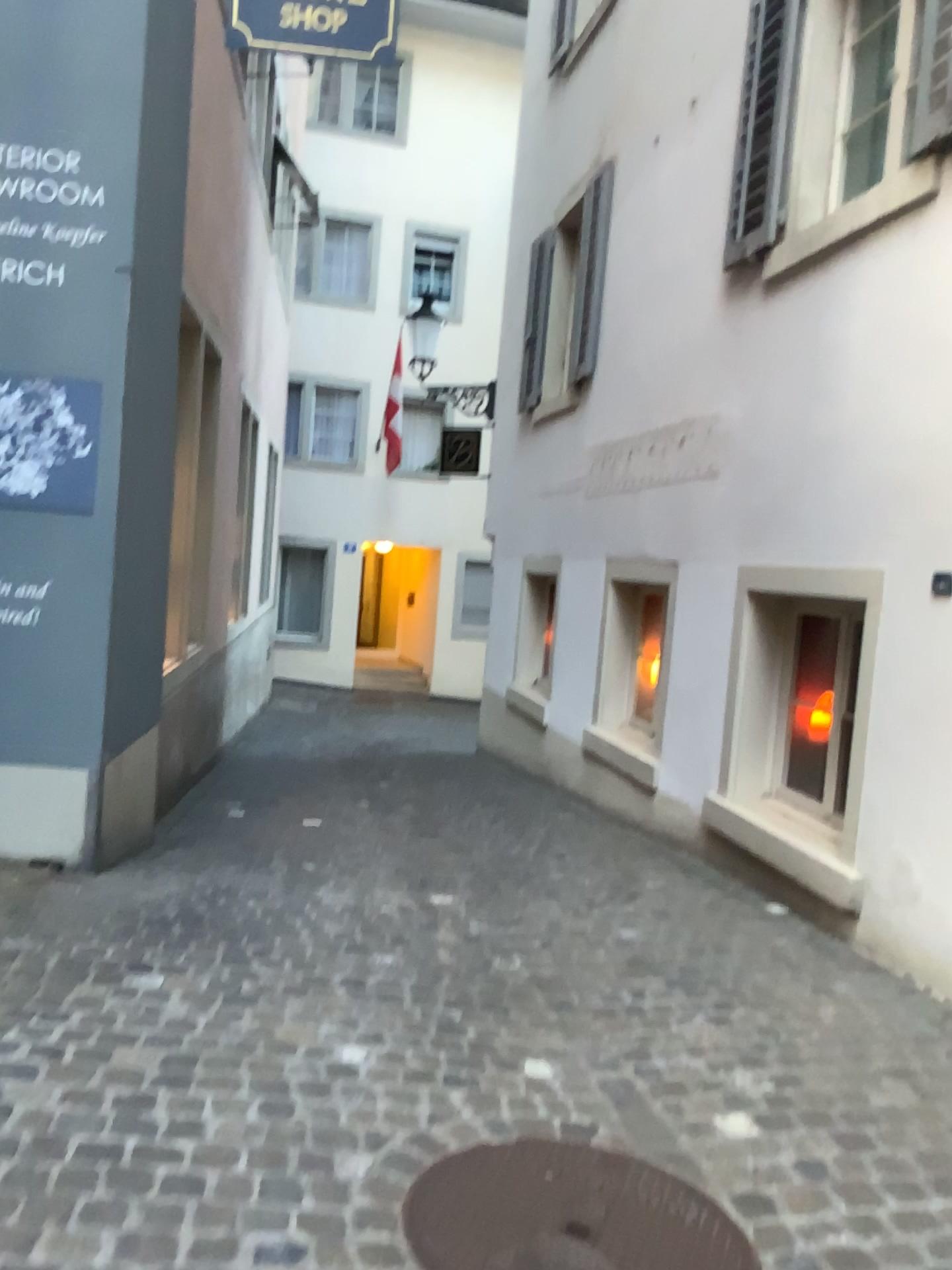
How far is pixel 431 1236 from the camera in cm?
199

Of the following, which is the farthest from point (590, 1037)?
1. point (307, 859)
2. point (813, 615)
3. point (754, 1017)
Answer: Result: point (813, 615)

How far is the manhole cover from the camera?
1.99m
